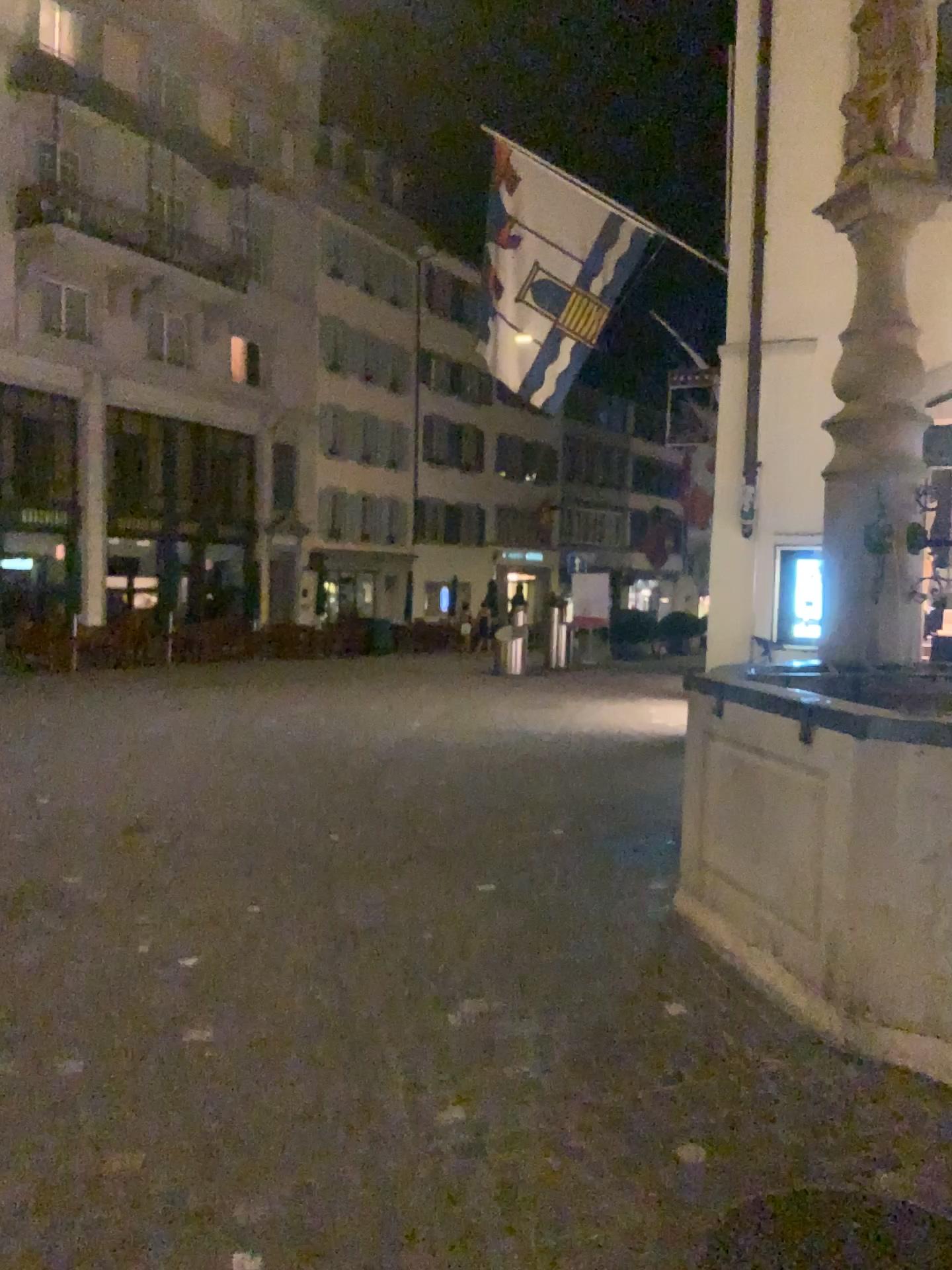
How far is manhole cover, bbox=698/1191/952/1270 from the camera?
2.5 meters

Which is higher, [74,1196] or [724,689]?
[724,689]

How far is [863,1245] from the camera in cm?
251
